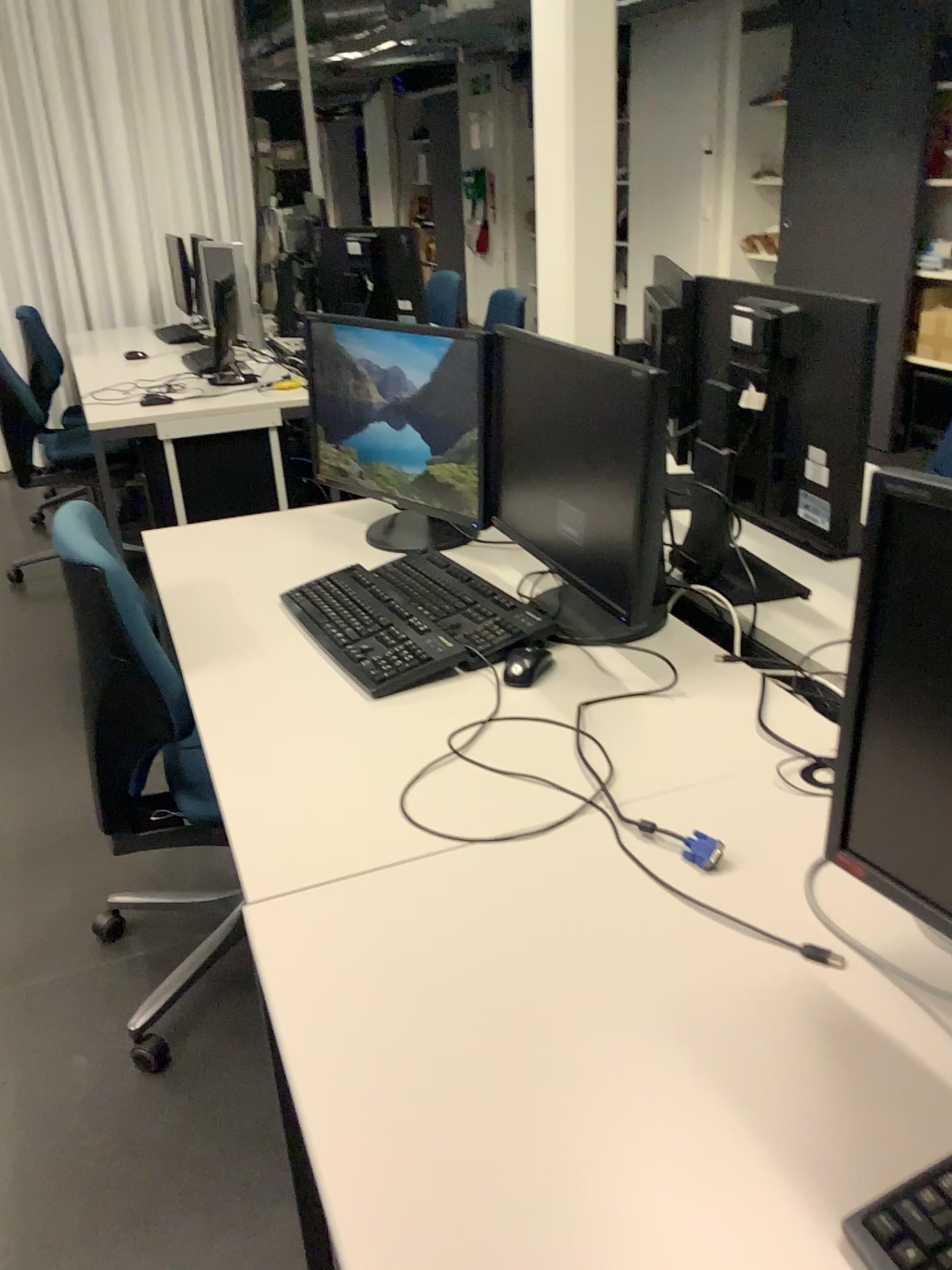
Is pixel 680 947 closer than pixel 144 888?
Yes

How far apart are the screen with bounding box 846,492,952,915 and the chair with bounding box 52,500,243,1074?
1.07m

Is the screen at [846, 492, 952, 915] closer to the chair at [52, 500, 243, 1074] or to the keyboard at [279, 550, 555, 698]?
the keyboard at [279, 550, 555, 698]

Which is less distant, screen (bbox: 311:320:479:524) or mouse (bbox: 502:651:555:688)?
mouse (bbox: 502:651:555:688)

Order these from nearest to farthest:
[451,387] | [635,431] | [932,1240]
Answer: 1. [932,1240]
2. [635,431]
3. [451,387]

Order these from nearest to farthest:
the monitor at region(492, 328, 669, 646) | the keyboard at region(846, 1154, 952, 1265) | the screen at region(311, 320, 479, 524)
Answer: the keyboard at region(846, 1154, 952, 1265), the monitor at region(492, 328, 669, 646), the screen at region(311, 320, 479, 524)

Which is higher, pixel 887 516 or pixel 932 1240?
pixel 887 516

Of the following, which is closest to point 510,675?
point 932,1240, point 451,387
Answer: point 451,387

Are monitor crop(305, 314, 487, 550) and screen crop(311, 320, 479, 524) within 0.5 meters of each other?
yes

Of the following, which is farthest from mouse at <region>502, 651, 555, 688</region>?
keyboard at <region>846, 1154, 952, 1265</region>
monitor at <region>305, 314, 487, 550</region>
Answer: keyboard at <region>846, 1154, 952, 1265</region>
